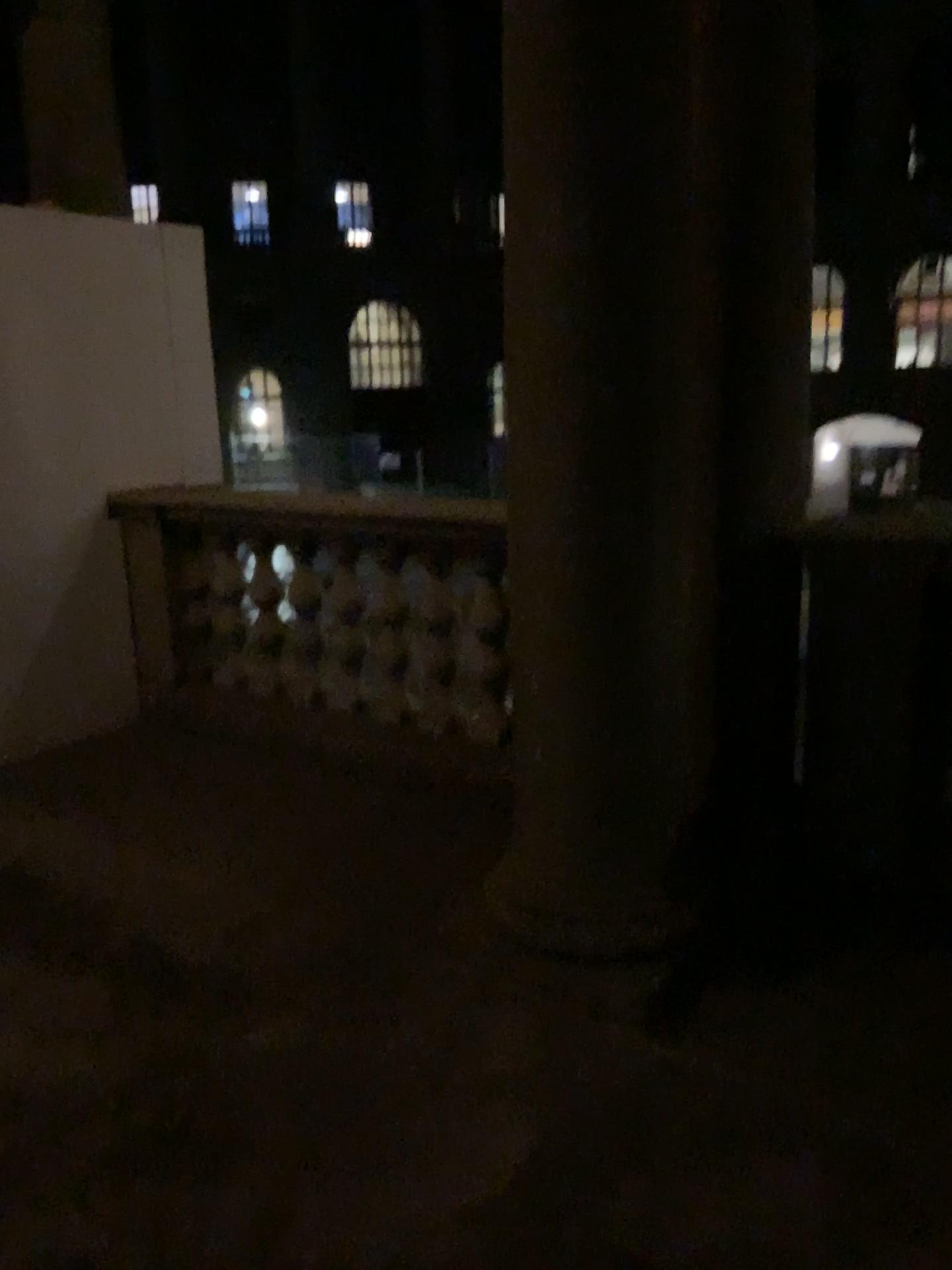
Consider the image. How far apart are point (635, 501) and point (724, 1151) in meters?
1.3
